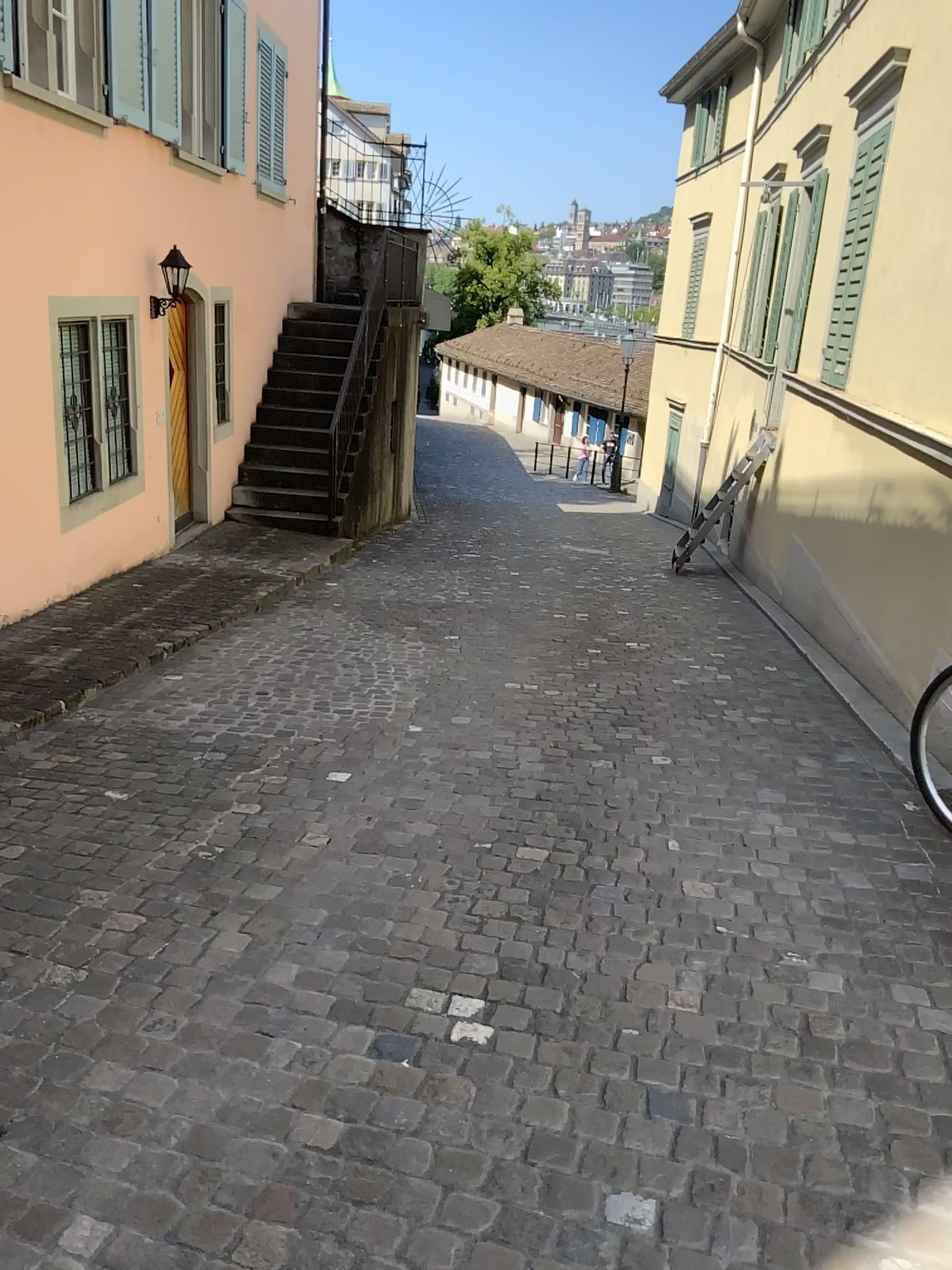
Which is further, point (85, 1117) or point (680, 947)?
point (680, 947)
